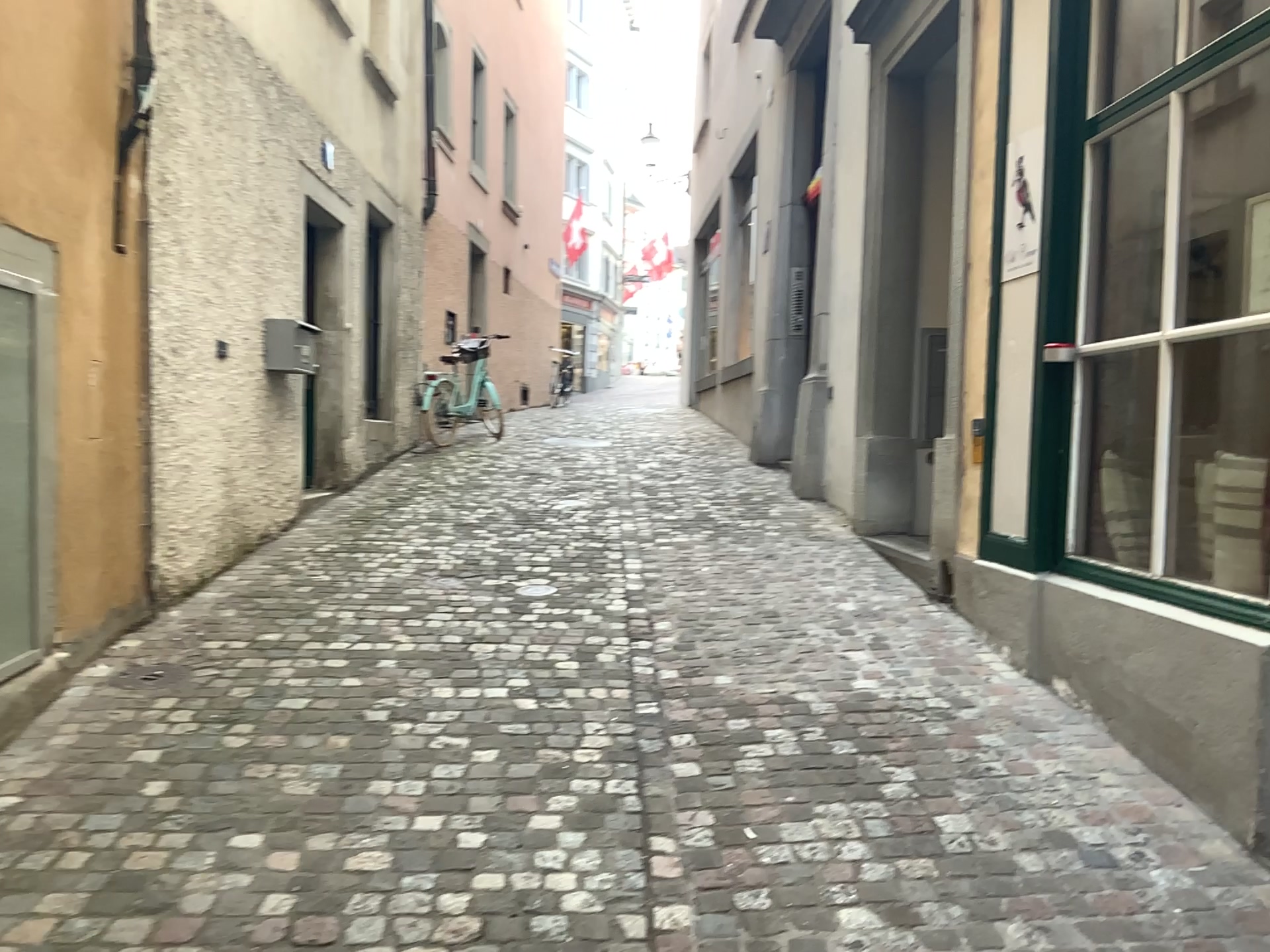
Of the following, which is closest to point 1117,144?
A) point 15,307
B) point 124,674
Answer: point 15,307

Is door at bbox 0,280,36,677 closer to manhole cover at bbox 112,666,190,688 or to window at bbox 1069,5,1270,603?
manhole cover at bbox 112,666,190,688

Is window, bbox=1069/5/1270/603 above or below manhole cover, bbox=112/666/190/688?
above

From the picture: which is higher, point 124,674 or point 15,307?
point 15,307

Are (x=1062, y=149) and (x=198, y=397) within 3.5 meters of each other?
no

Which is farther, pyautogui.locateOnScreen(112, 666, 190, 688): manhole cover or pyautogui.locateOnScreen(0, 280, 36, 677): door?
pyautogui.locateOnScreen(112, 666, 190, 688): manhole cover

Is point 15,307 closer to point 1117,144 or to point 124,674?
point 124,674

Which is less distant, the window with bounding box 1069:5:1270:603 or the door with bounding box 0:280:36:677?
the door with bounding box 0:280:36:677

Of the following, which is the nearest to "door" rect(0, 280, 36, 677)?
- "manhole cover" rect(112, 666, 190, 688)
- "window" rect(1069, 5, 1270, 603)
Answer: "manhole cover" rect(112, 666, 190, 688)
